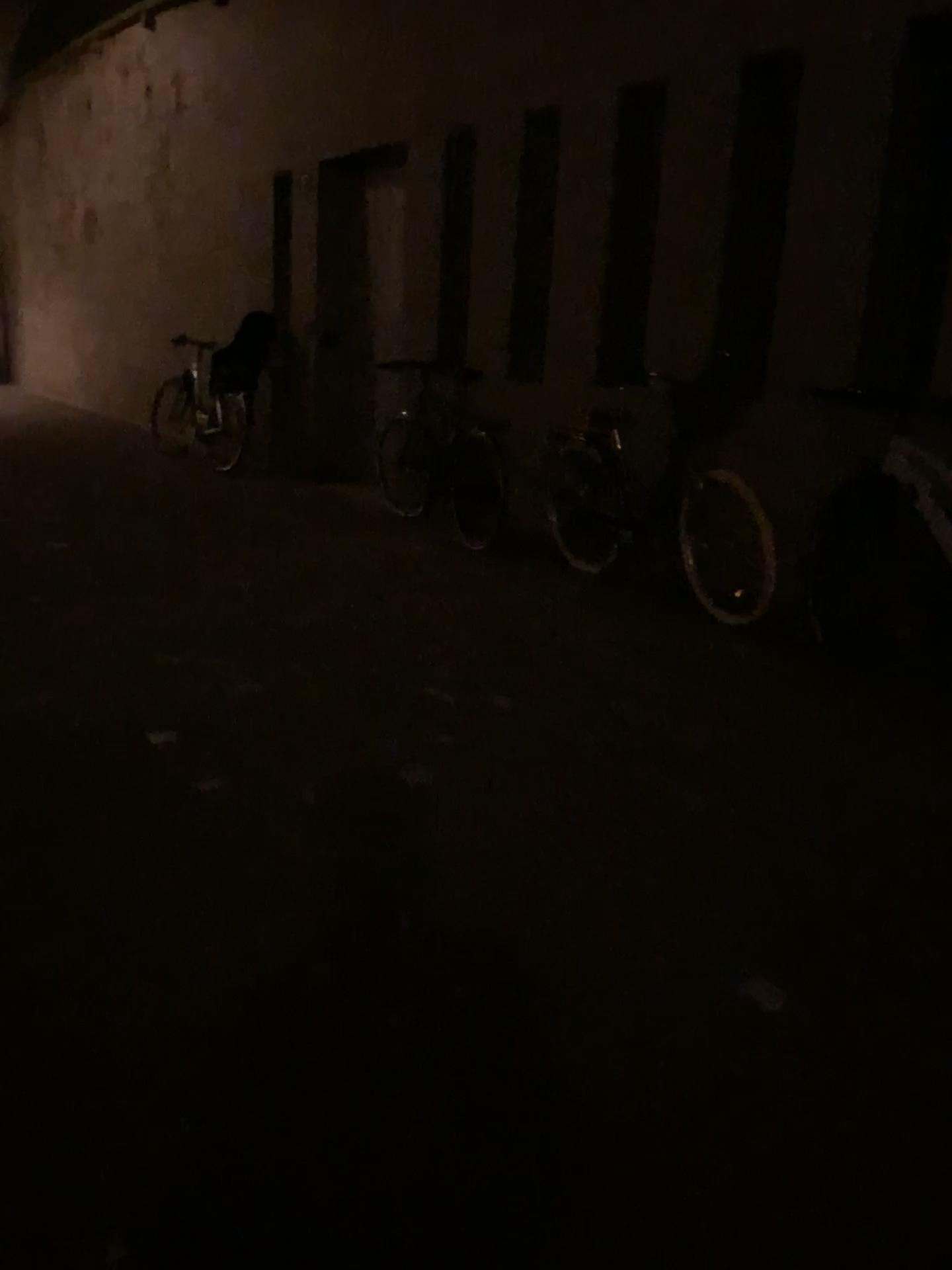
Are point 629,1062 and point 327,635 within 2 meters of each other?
no

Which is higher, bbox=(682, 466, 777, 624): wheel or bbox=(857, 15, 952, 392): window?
bbox=(857, 15, 952, 392): window

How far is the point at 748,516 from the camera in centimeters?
458cm

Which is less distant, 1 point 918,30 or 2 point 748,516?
1 point 918,30

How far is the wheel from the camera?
4.58m

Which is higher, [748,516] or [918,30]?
[918,30]

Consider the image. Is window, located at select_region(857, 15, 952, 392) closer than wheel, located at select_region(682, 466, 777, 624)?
Yes
